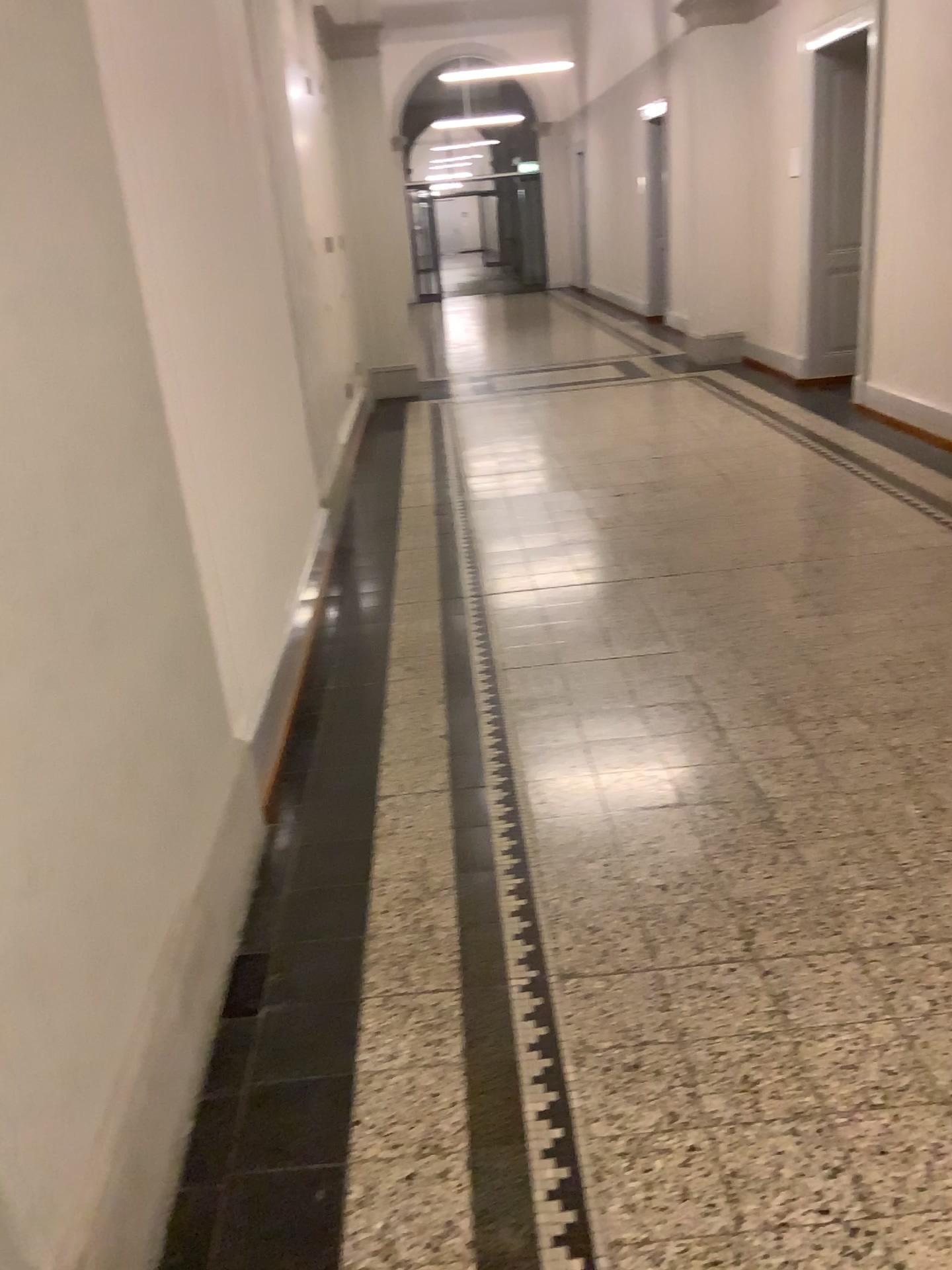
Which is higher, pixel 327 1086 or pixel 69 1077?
pixel 69 1077
